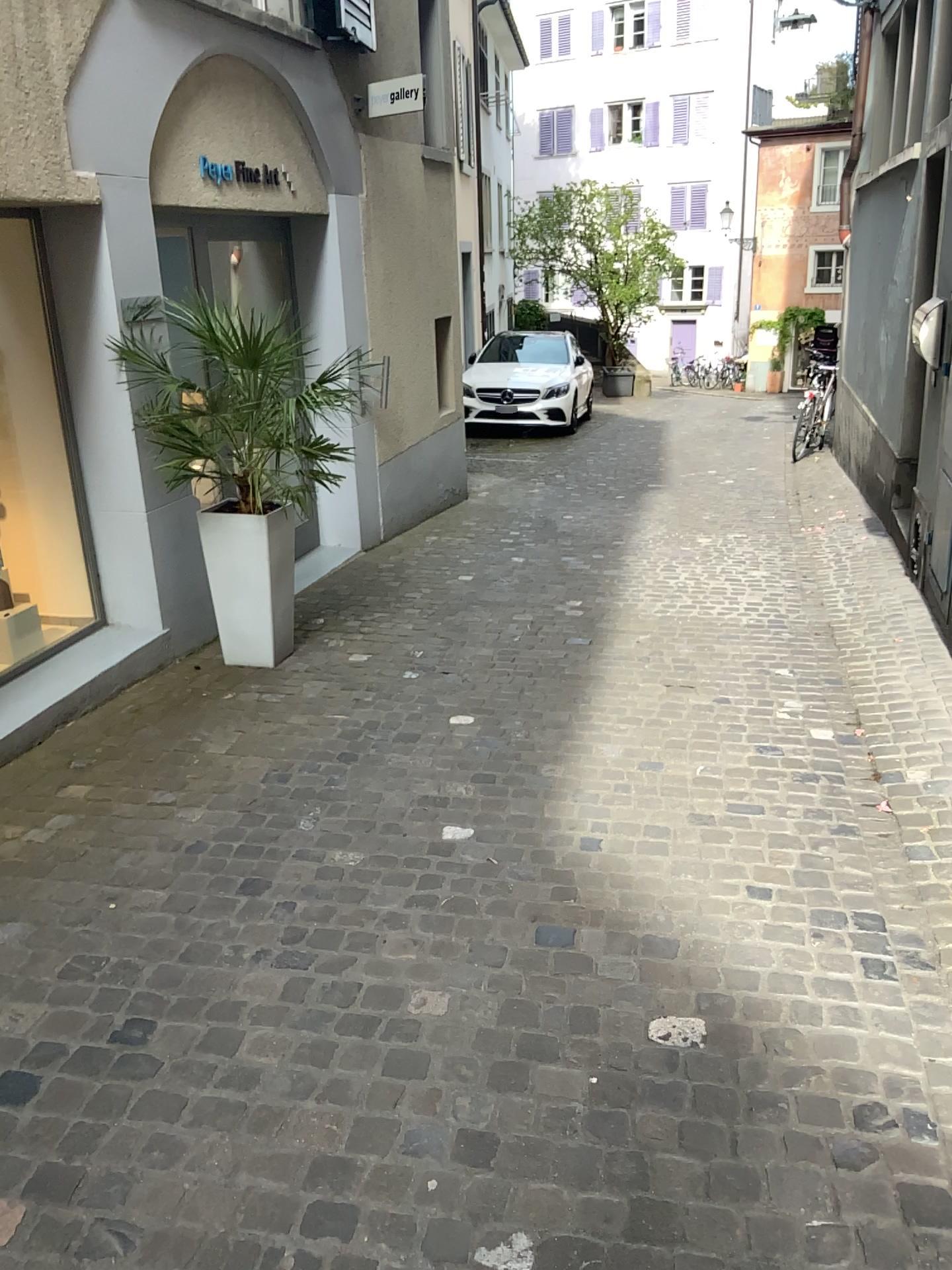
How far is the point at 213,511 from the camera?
4.5 meters

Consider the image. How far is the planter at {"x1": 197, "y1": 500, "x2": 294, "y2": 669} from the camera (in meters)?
4.48

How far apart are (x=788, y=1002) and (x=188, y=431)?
3.3 meters
